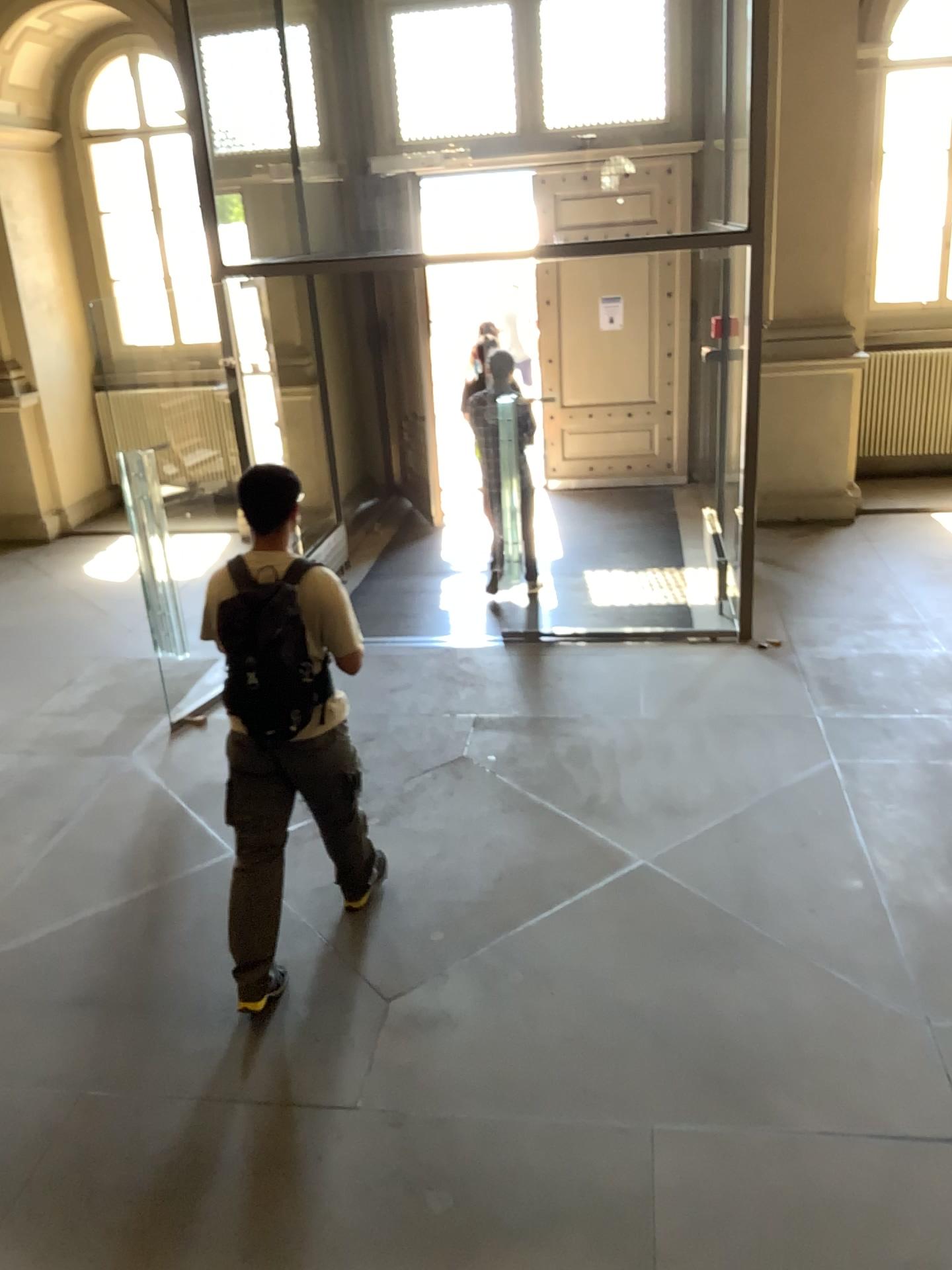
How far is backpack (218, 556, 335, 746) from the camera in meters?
3.3 m

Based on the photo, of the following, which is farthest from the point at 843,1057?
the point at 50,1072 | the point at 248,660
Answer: the point at 50,1072

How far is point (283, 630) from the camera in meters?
3.3 m
